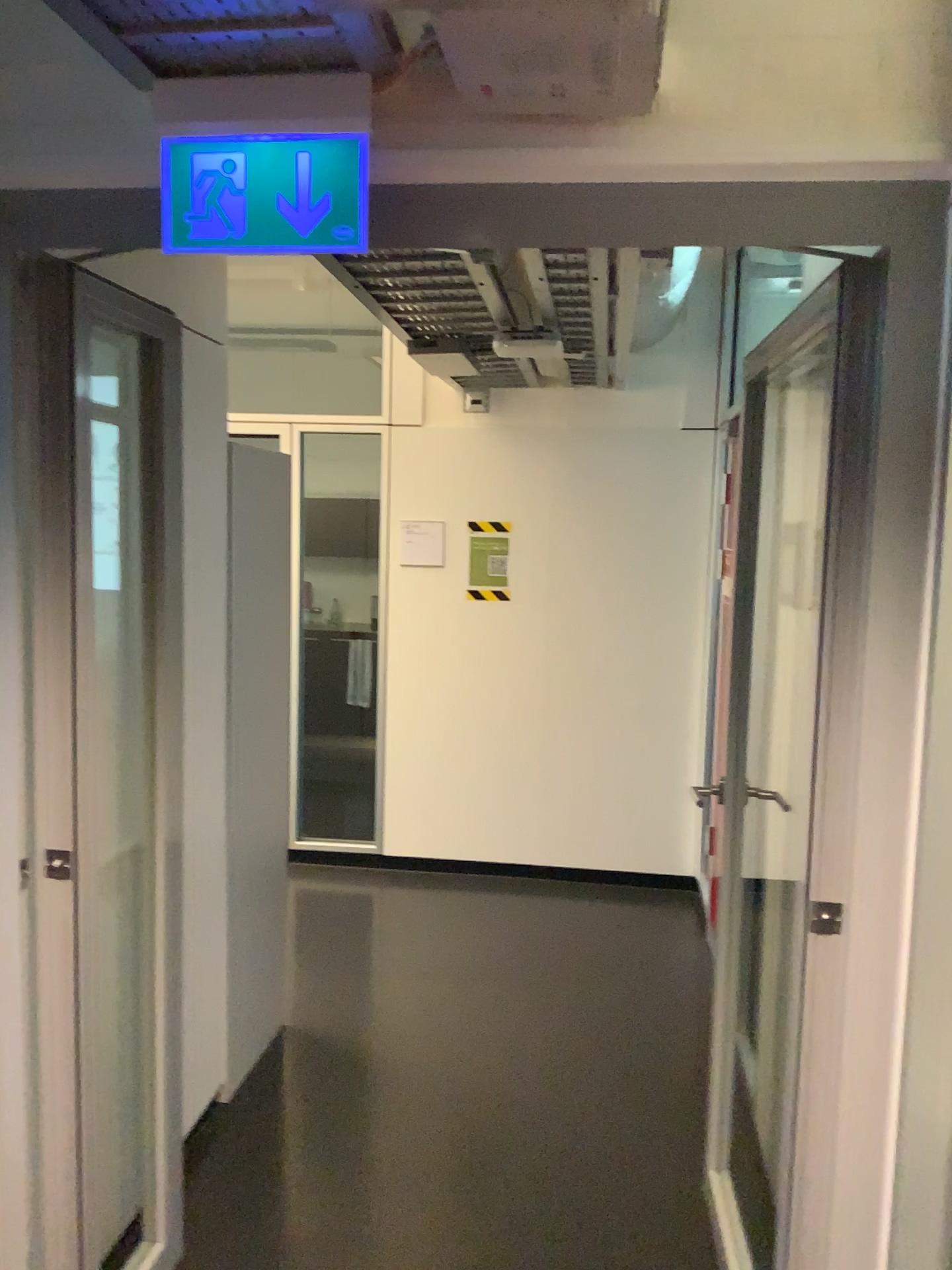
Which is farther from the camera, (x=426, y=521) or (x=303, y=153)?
(x=426, y=521)

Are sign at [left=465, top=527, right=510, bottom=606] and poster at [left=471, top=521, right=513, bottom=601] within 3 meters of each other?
yes

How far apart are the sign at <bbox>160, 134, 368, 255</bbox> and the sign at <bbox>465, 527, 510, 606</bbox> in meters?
3.3 m

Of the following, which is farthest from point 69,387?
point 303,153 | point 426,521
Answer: point 426,521

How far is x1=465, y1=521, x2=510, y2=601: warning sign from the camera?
4.92m

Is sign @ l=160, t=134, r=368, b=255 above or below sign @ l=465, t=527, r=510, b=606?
above

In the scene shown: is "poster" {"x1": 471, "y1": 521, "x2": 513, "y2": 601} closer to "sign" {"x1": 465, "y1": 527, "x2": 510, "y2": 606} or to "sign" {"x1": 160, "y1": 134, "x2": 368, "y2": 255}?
"sign" {"x1": 465, "y1": 527, "x2": 510, "y2": 606}

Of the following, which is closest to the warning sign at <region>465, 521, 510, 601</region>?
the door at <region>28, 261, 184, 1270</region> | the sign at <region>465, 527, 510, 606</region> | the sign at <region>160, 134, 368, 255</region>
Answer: the sign at <region>465, 527, 510, 606</region>

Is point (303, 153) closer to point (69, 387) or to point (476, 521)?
point (69, 387)

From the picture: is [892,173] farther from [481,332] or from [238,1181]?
[238,1181]
